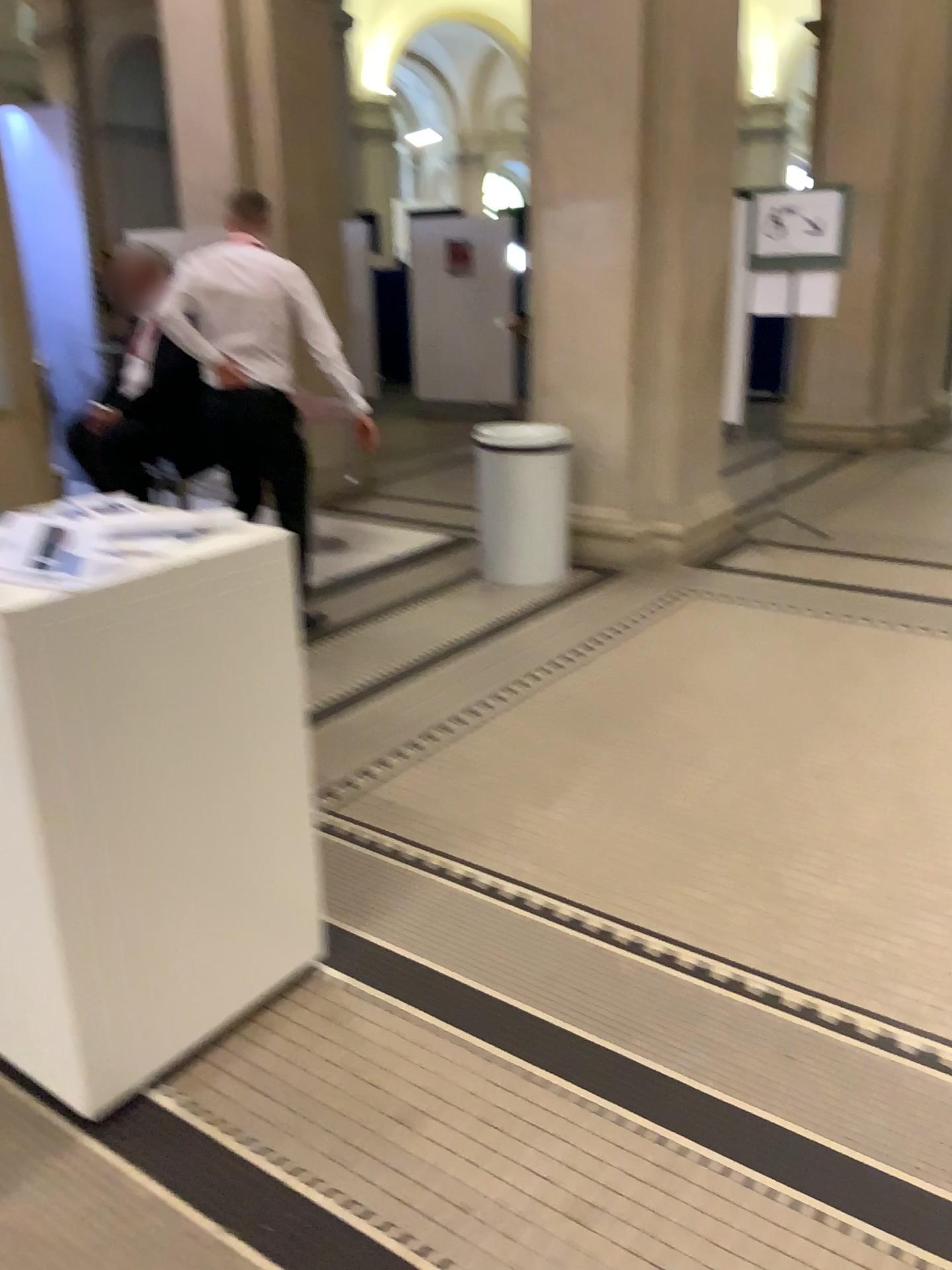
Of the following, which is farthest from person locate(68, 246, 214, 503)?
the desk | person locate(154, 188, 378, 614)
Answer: the desk

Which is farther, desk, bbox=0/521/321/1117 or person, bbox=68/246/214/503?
person, bbox=68/246/214/503

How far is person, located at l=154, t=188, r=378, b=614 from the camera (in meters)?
4.07

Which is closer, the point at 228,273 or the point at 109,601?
the point at 109,601

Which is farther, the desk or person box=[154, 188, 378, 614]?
person box=[154, 188, 378, 614]

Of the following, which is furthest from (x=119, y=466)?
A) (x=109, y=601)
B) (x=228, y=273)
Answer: (x=109, y=601)

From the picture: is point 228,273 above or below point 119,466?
above

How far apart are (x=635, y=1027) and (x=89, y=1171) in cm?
105

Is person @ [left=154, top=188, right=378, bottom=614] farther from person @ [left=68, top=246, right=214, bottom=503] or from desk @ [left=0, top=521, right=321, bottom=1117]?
desk @ [left=0, top=521, right=321, bottom=1117]
